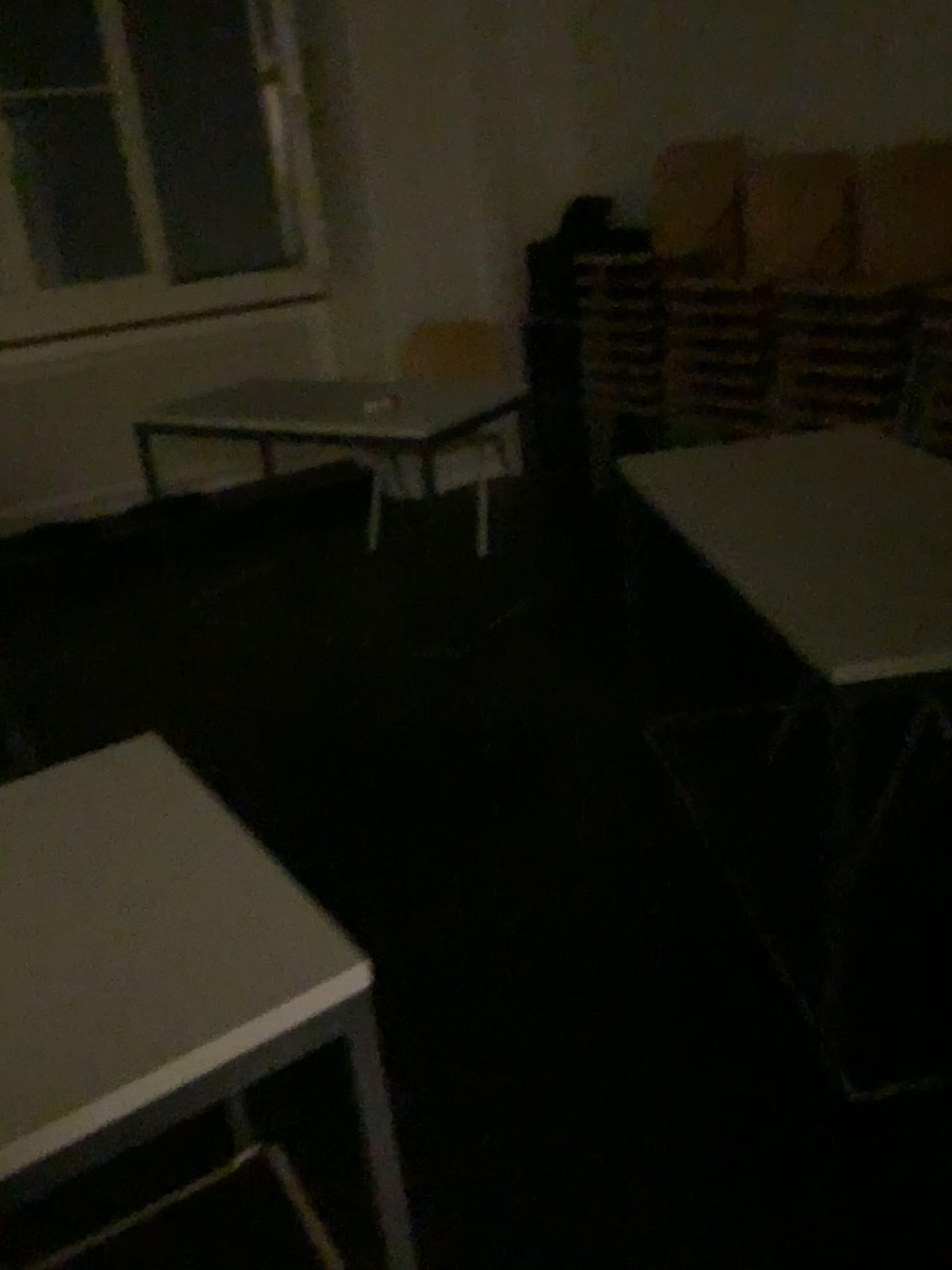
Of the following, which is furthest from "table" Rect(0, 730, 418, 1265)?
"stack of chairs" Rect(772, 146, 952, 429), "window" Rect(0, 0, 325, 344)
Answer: "window" Rect(0, 0, 325, 344)

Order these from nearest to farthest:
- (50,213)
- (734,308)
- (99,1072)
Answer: (99,1072), (734,308), (50,213)

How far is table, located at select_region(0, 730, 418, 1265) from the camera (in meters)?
0.88

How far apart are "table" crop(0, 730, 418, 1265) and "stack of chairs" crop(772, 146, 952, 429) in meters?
2.7 m

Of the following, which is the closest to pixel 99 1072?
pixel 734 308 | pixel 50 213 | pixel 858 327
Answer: pixel 858 327

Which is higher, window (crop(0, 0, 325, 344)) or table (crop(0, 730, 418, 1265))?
window (crop(0, 0, 325, 344))

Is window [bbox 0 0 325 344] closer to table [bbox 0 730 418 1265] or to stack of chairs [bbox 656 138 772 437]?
stack of chairs [bbox 656 138 772 437]

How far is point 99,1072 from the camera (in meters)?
0.88

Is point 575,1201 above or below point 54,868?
below

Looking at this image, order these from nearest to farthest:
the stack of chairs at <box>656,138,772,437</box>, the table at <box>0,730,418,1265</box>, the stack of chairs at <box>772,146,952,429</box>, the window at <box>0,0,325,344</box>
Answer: the table at <box>0,730,418,1265</box>
the stack of chairs at <box>772,146,952,429</box>
the stack of chairs at <box>656,138,772,437</box>
the window at <box>0,0,325,344</box>
